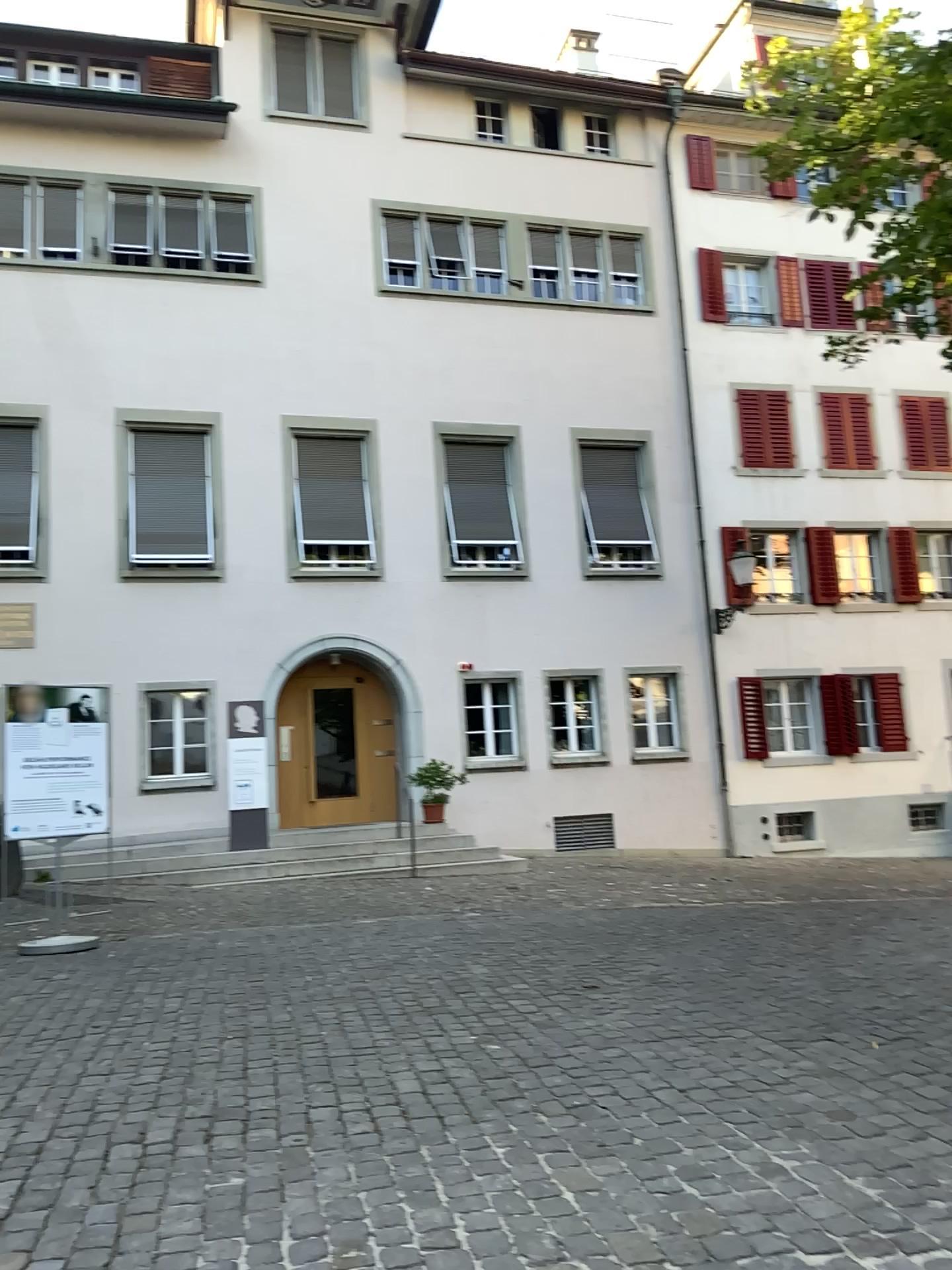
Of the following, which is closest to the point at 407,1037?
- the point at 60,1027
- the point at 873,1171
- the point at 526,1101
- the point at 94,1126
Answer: the point at 526,1101
